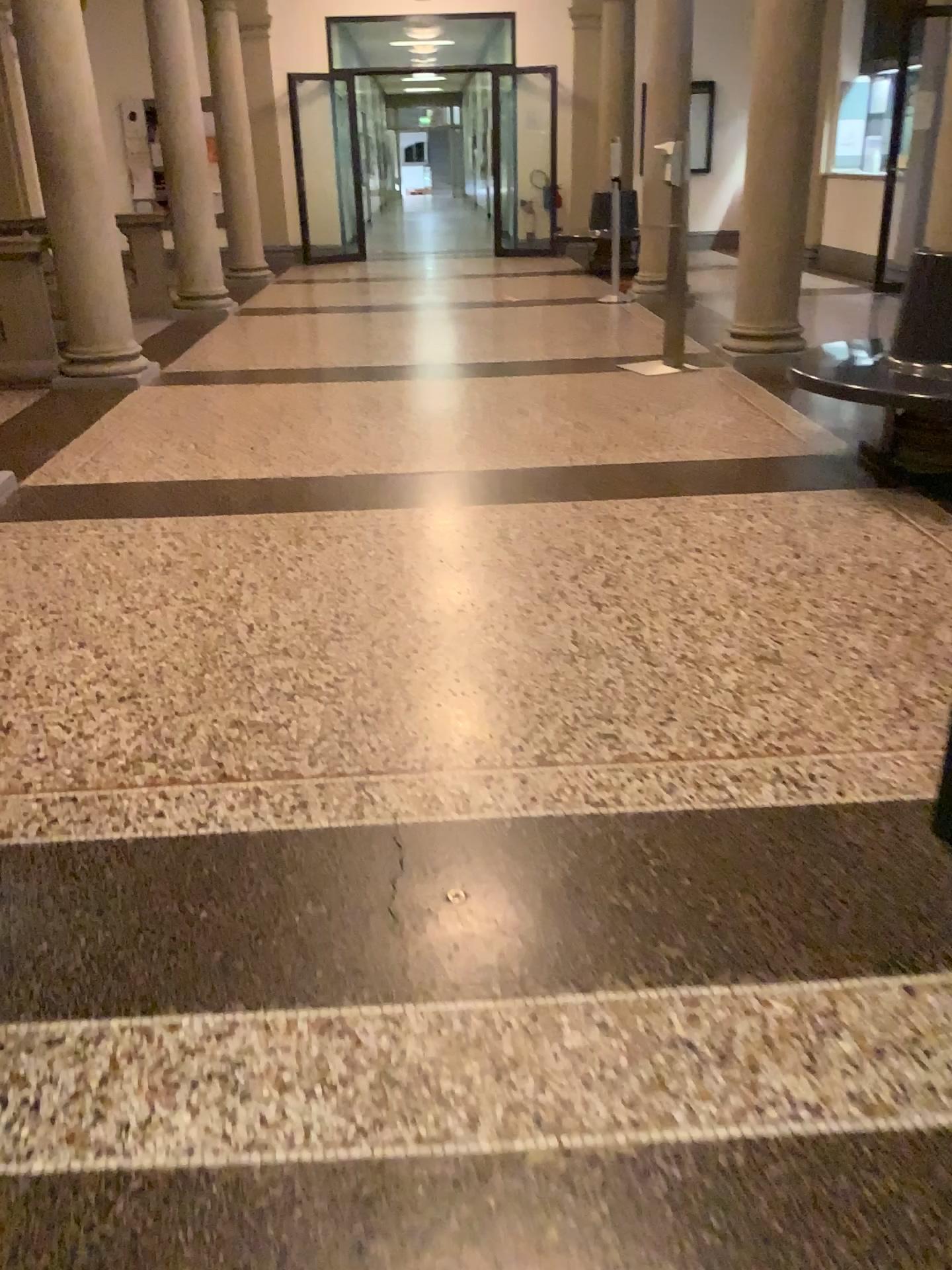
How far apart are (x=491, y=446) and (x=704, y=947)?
3.3m
